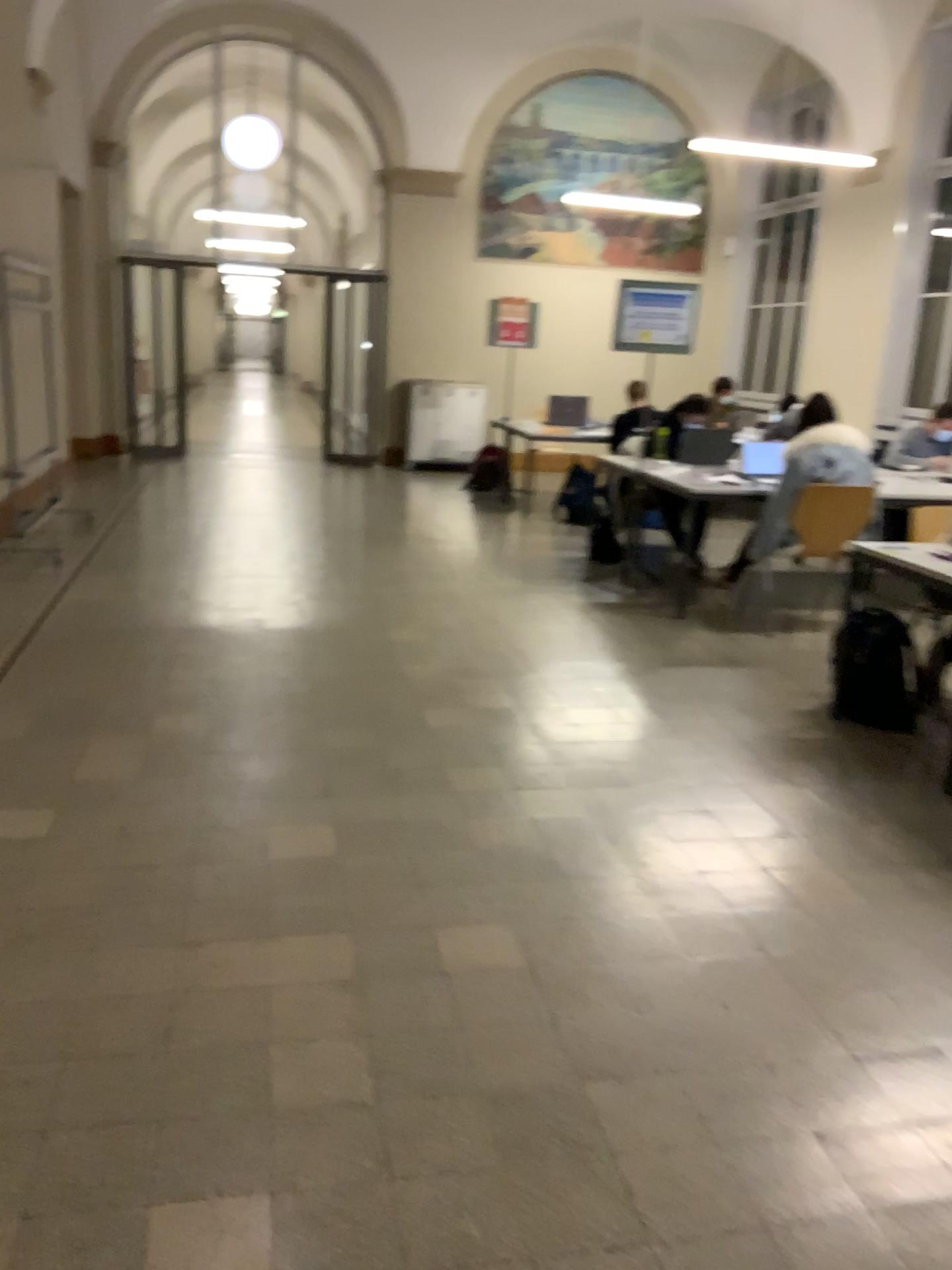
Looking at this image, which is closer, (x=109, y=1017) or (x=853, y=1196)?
(x=853, y=1196)

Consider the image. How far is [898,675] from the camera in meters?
4.2 m

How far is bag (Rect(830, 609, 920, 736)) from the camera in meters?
4.2
